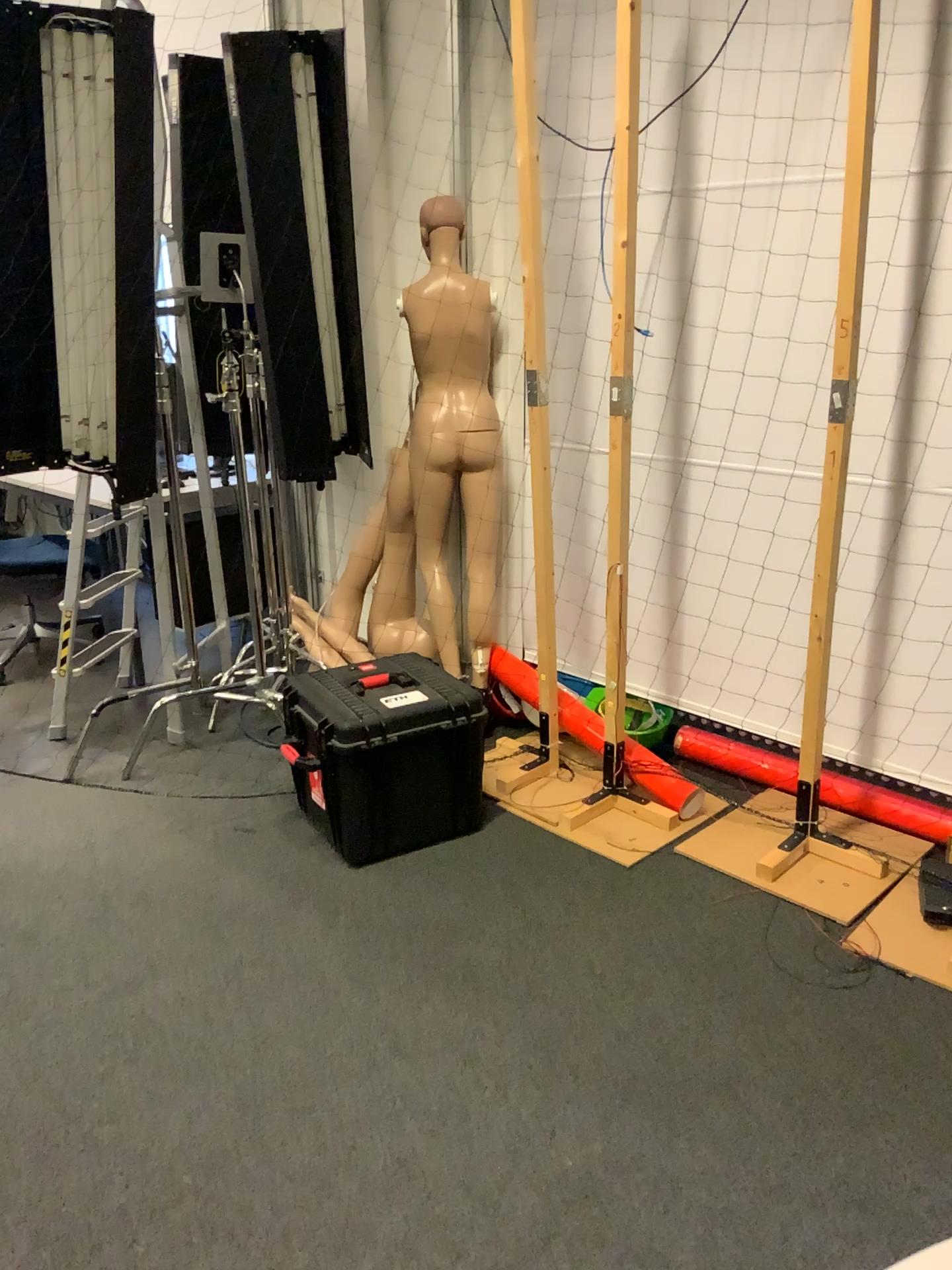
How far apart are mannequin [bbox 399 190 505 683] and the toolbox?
0.53m

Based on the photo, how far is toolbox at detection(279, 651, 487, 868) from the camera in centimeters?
275cm

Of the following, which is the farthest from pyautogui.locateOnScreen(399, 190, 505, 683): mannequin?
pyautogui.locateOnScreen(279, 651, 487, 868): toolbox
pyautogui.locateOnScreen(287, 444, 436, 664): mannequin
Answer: pyautogui.locateOnScreen(279, 651, 487, 868): toolbox

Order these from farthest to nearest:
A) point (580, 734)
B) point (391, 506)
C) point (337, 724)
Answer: point (391, 506), point (580, 734), point (337, 724)

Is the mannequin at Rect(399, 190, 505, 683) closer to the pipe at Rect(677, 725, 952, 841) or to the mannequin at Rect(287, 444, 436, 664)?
the mannequin at Rect(287, 444, 436, 664)

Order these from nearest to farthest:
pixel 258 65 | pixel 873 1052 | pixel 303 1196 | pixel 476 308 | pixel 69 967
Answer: pixel 303 1196
pixel 873 1052
pixel 69 967
pixel 258 65
pixel 476 308

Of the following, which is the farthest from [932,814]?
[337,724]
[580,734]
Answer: [337,724]

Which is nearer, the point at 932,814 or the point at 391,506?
the point at 932,814

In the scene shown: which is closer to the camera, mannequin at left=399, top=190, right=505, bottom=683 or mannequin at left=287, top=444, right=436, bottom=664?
mannequin at left=399, top=190, right=505, bottom=683

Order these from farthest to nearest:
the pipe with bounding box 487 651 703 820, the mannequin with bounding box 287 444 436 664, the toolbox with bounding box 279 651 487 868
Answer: the mannequin with bounding box 287 444 436 664 → the pipe with bounding box 487 651 703 820 → the toolbox with bounding box 279 651 487 868
